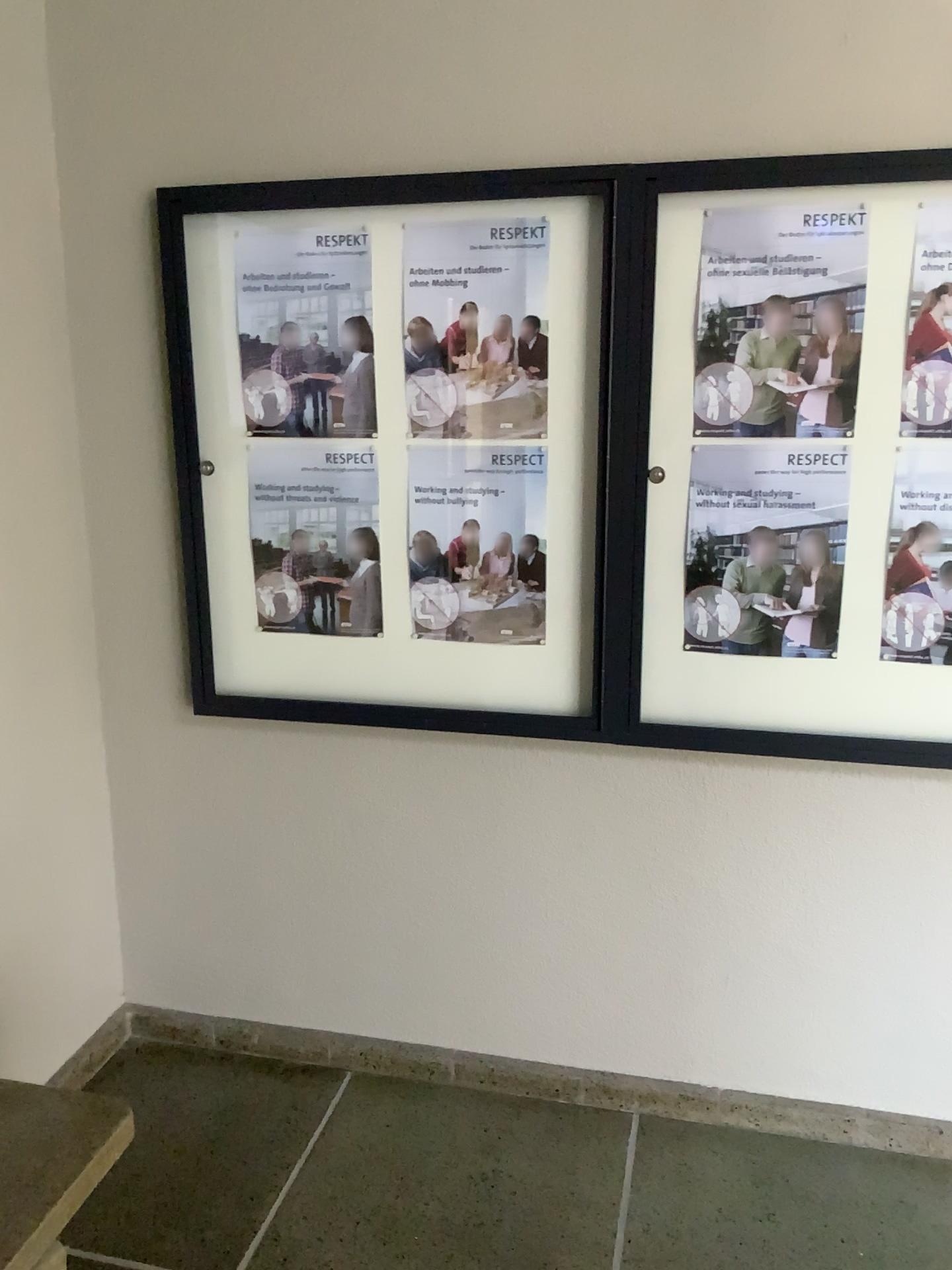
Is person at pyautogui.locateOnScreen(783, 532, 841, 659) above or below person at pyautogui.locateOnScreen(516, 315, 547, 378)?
below

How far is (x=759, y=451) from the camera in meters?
2.1 m

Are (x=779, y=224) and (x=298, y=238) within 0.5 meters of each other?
no

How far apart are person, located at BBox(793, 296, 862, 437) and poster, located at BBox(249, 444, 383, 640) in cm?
87

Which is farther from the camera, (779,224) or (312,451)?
(312,451)

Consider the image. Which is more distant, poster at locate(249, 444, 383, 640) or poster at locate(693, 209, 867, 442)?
poster at locate(249, 444, 383, 640)

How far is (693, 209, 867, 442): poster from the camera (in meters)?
1.96

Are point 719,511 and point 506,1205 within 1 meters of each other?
no

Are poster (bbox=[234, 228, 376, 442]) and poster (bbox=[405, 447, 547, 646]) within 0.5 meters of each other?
yes

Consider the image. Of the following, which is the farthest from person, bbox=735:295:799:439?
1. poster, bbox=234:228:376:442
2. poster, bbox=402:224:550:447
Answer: poster, bbox=234:228:376:442
